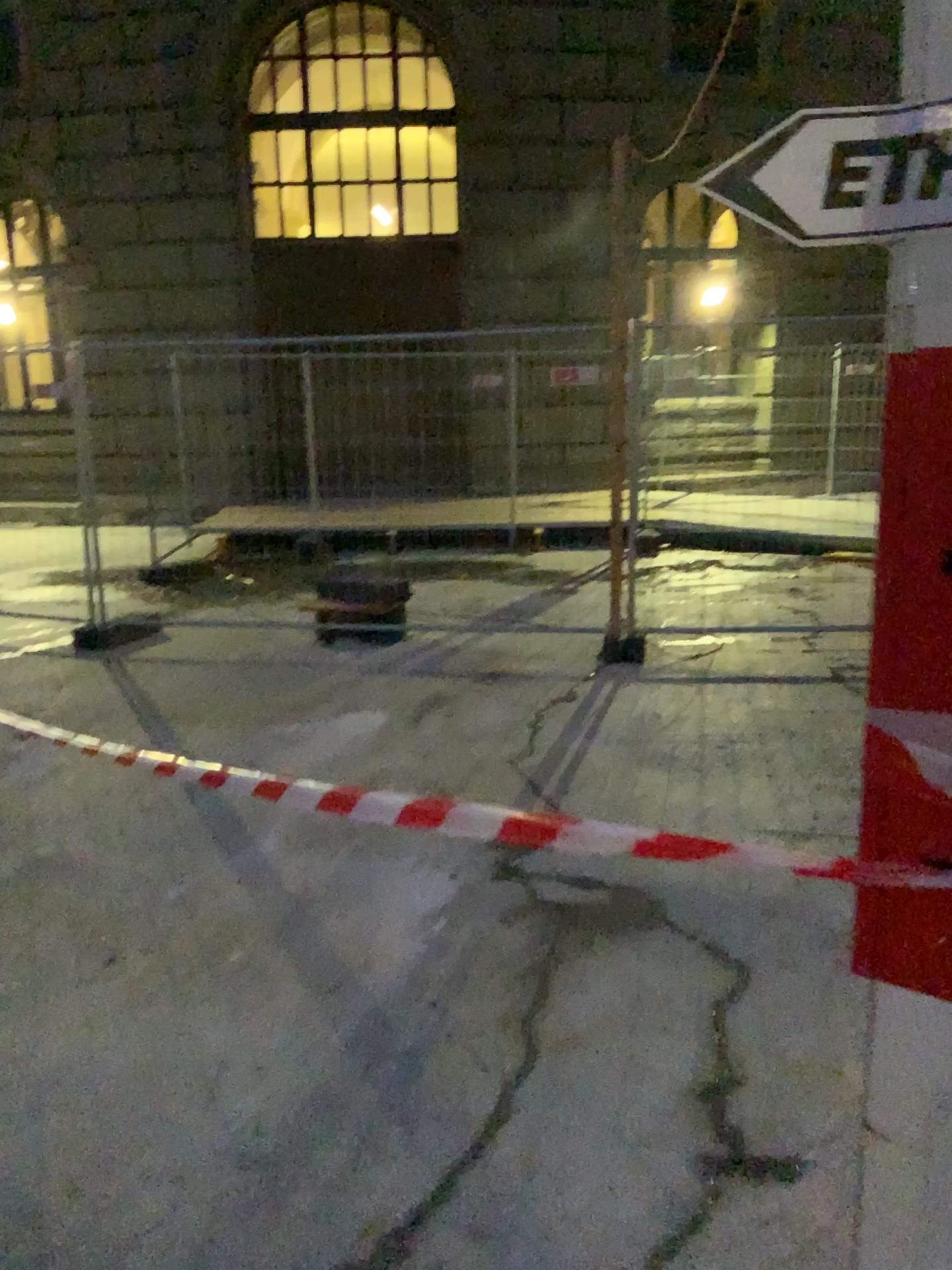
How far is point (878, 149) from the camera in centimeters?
73cm

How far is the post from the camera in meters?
0.8 m

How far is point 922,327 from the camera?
0.8m
